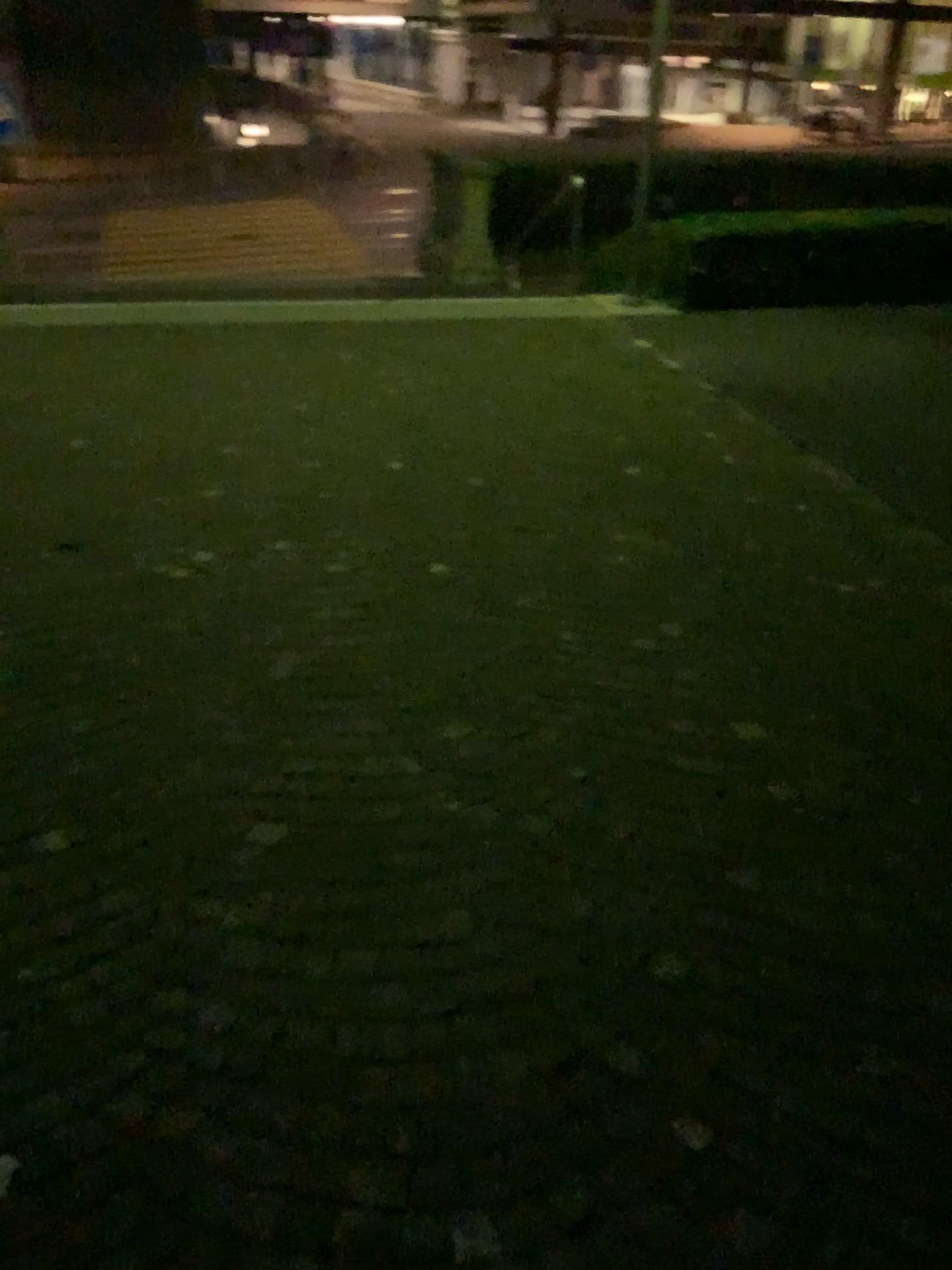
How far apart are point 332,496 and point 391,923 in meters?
2.8
